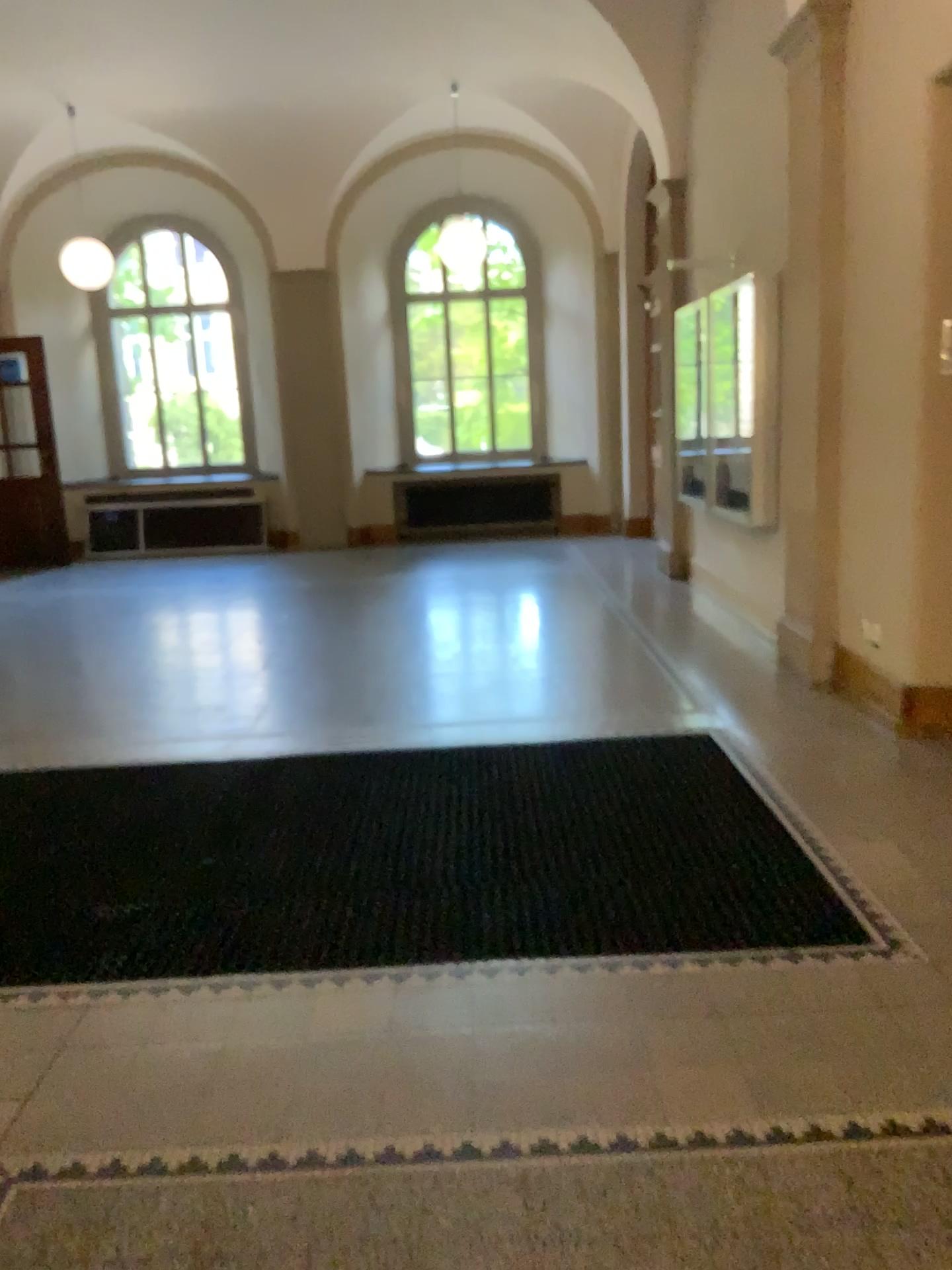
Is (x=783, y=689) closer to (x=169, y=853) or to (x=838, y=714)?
(x=838, y=714)
